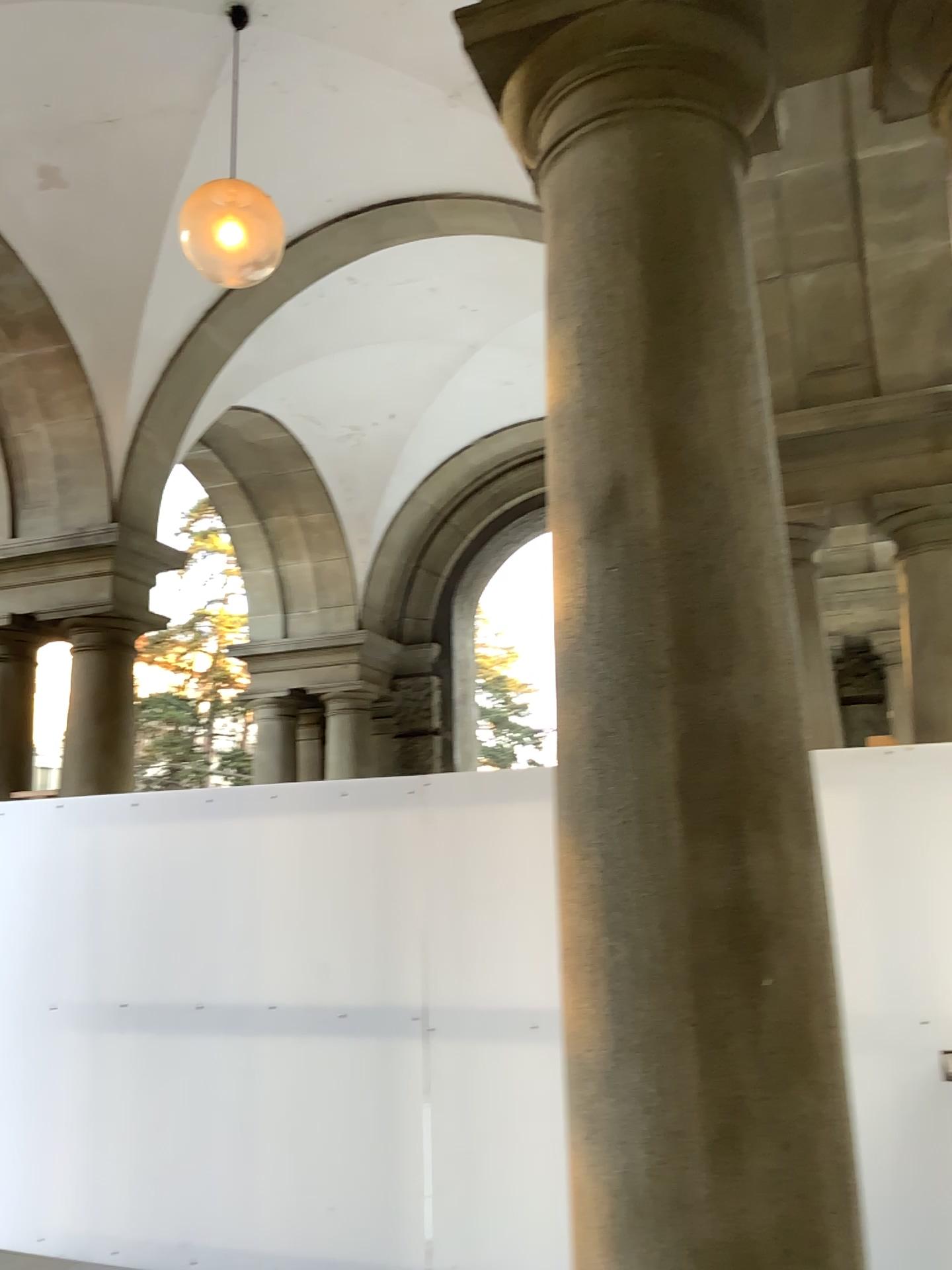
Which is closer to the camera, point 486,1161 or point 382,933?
point 486,1161
